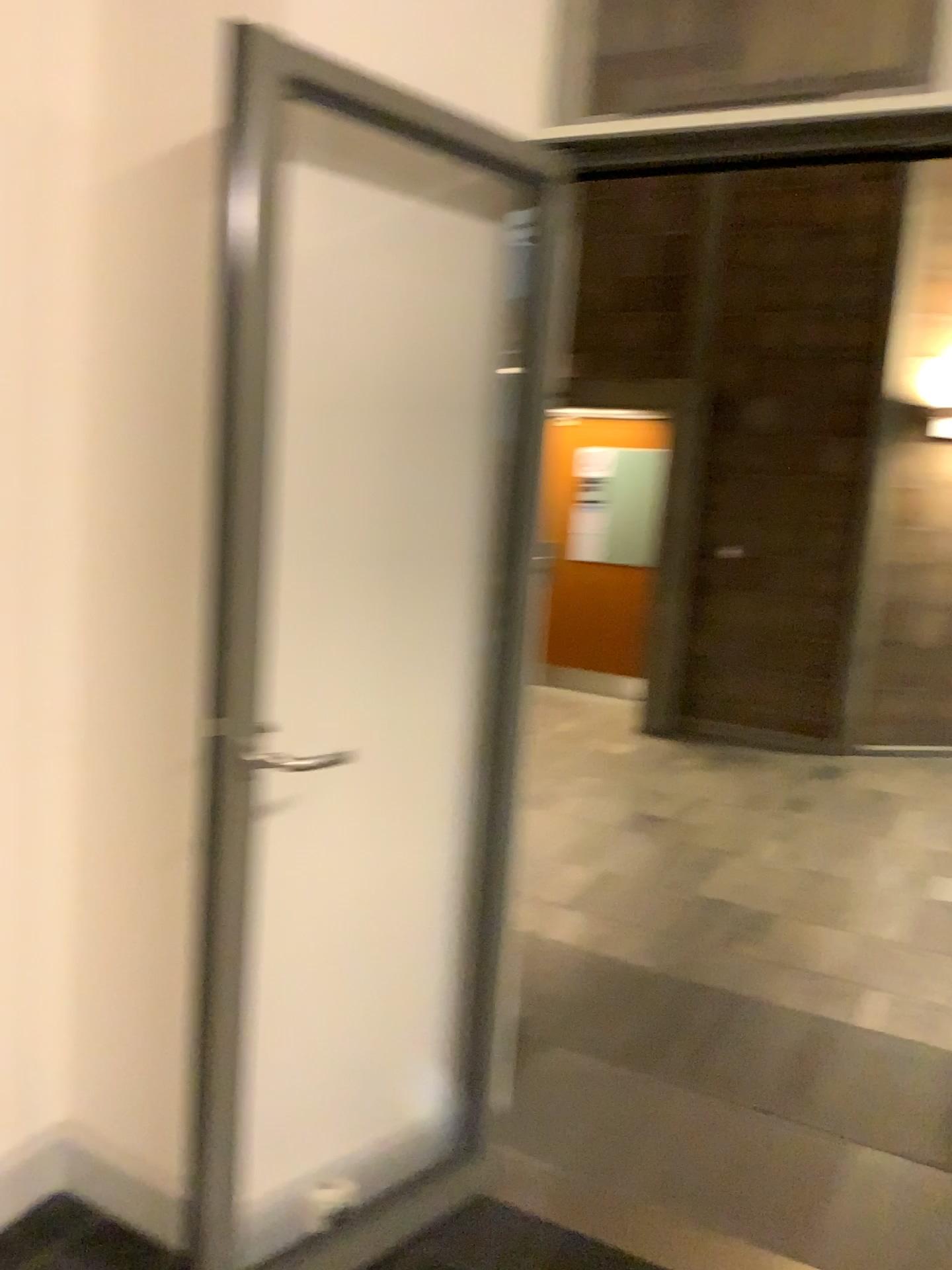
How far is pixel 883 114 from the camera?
1.81m

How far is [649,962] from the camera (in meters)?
3.41

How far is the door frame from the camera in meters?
1.8 m
